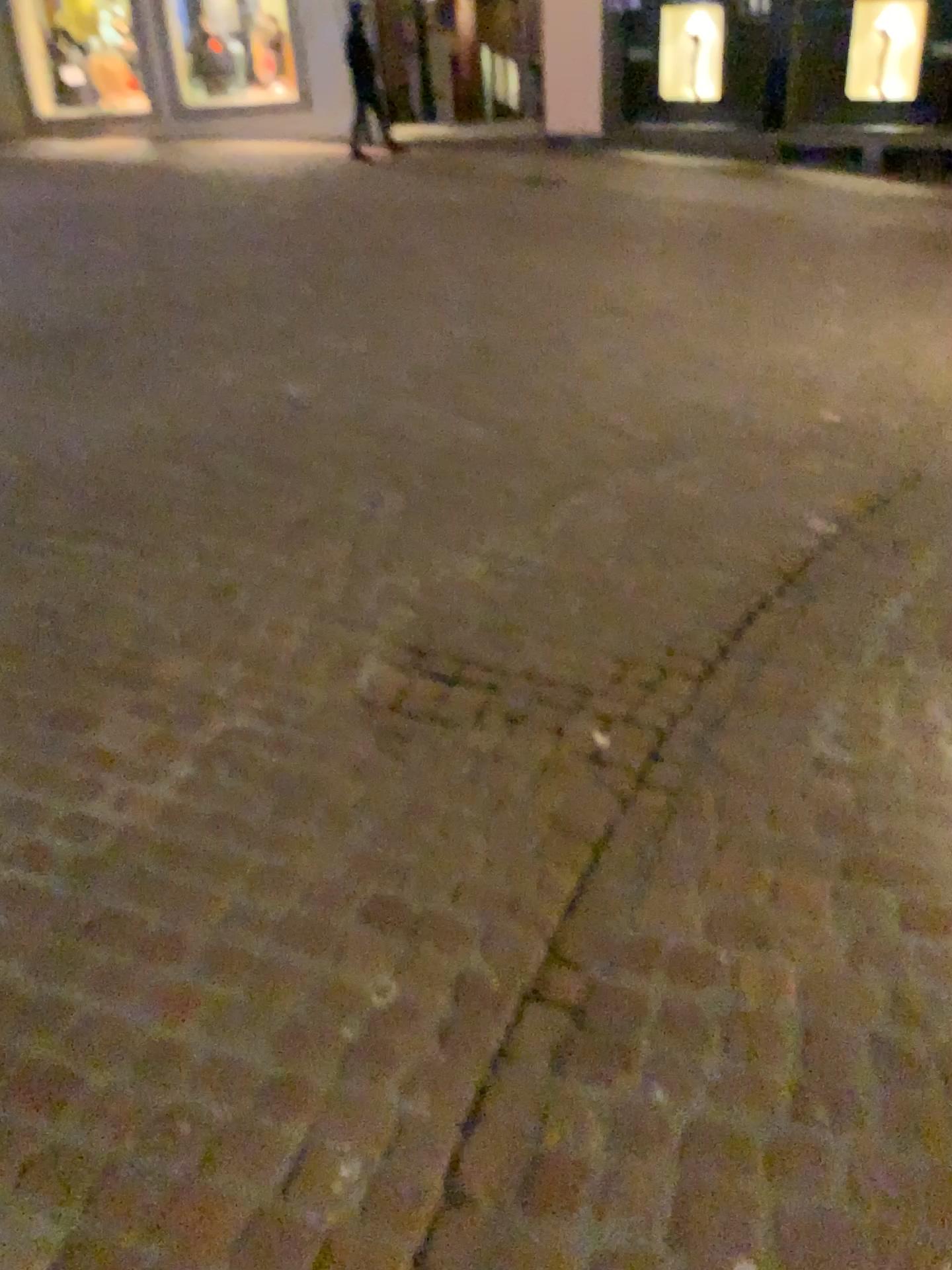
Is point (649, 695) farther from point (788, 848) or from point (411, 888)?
point (411, 888)
